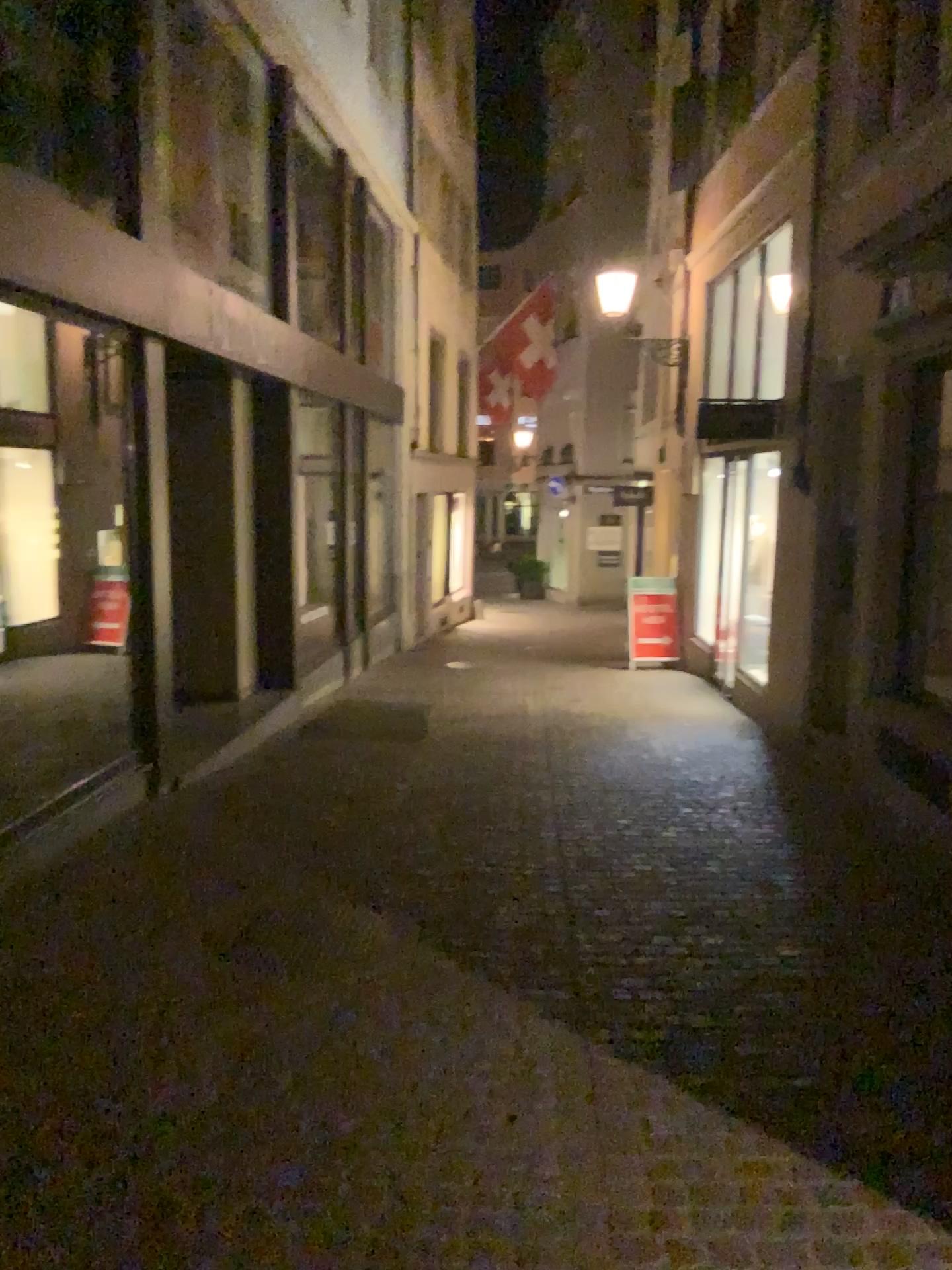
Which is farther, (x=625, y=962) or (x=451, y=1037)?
(x=625, y=962)
